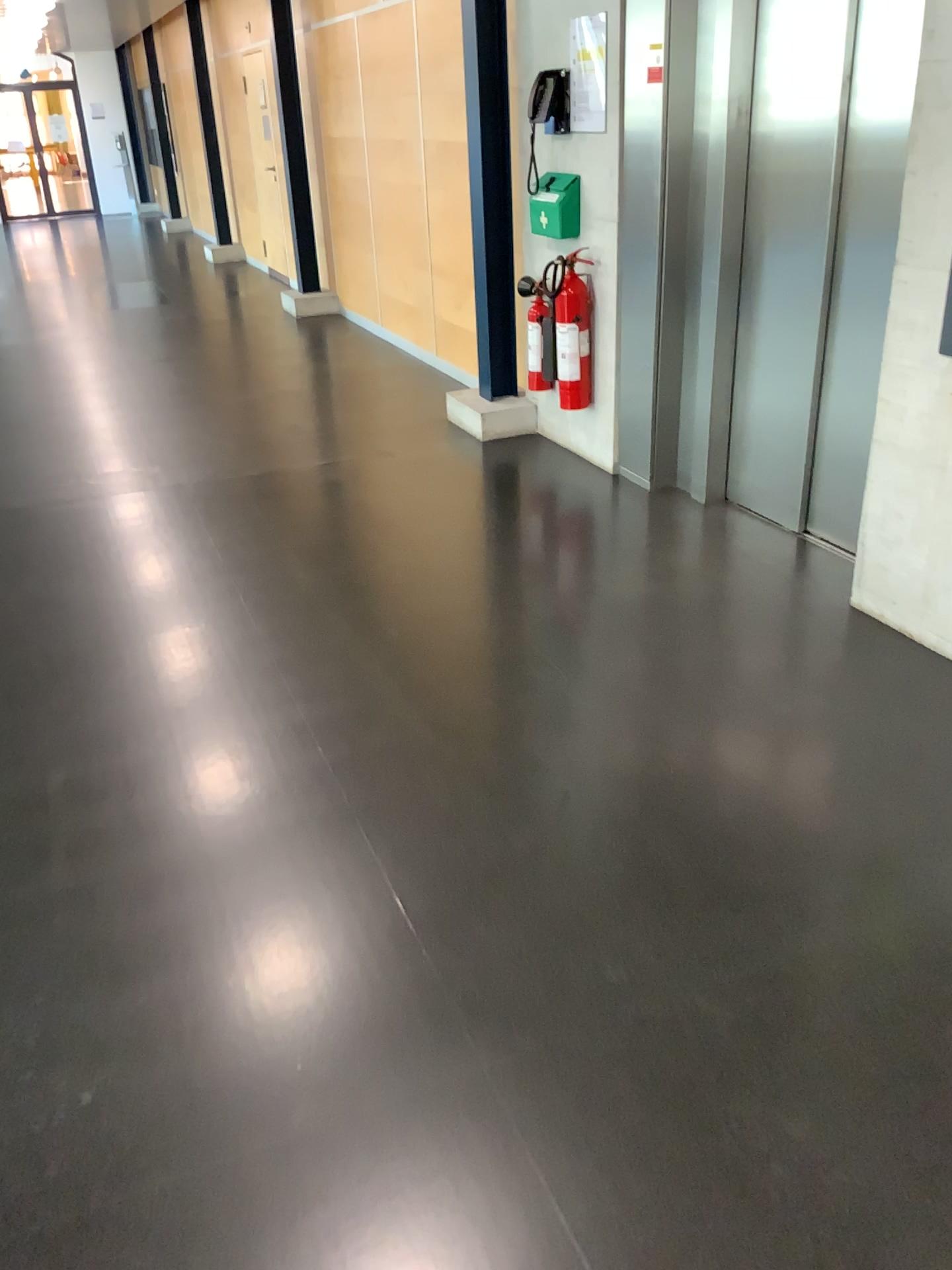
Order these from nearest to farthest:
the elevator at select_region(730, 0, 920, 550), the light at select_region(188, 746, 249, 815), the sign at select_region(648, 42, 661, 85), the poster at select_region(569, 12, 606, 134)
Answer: the light at select_region(188, 746, 249, 815)
the elevator at select_region(730, 0, 920, 550)
the sign at select_region(648, 42, 661, 85)
the poster at select_region(569, 12, 606, 134)

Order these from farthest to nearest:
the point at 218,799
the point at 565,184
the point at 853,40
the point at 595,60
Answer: the point at 565,184 → the point at 595,60 → the point at 853,40 → the point at 218,799

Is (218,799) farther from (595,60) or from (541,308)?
(595,60)

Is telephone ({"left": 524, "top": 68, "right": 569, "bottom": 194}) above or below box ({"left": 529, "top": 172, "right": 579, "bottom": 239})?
above

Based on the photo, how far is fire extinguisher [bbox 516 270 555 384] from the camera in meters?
4.7 m

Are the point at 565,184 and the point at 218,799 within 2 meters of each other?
no

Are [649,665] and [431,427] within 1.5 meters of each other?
no

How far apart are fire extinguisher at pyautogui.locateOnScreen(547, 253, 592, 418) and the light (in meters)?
2.58

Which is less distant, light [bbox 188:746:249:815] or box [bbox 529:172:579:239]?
light [bbox 188:746:249:815]

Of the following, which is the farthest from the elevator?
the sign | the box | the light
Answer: the light
